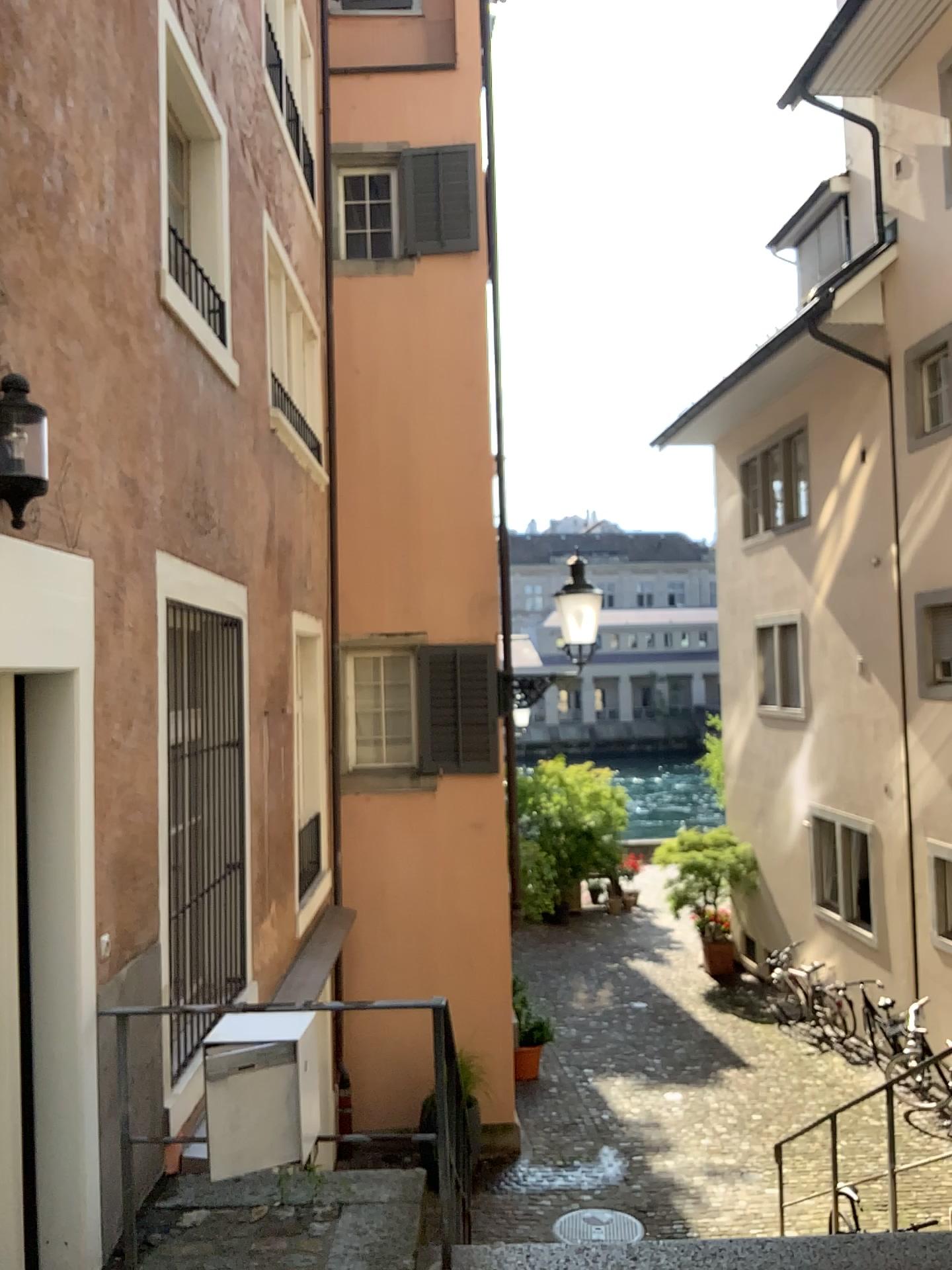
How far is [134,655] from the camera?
4.18m

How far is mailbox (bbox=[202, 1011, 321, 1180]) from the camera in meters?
3.3

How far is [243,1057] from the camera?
3.3m
